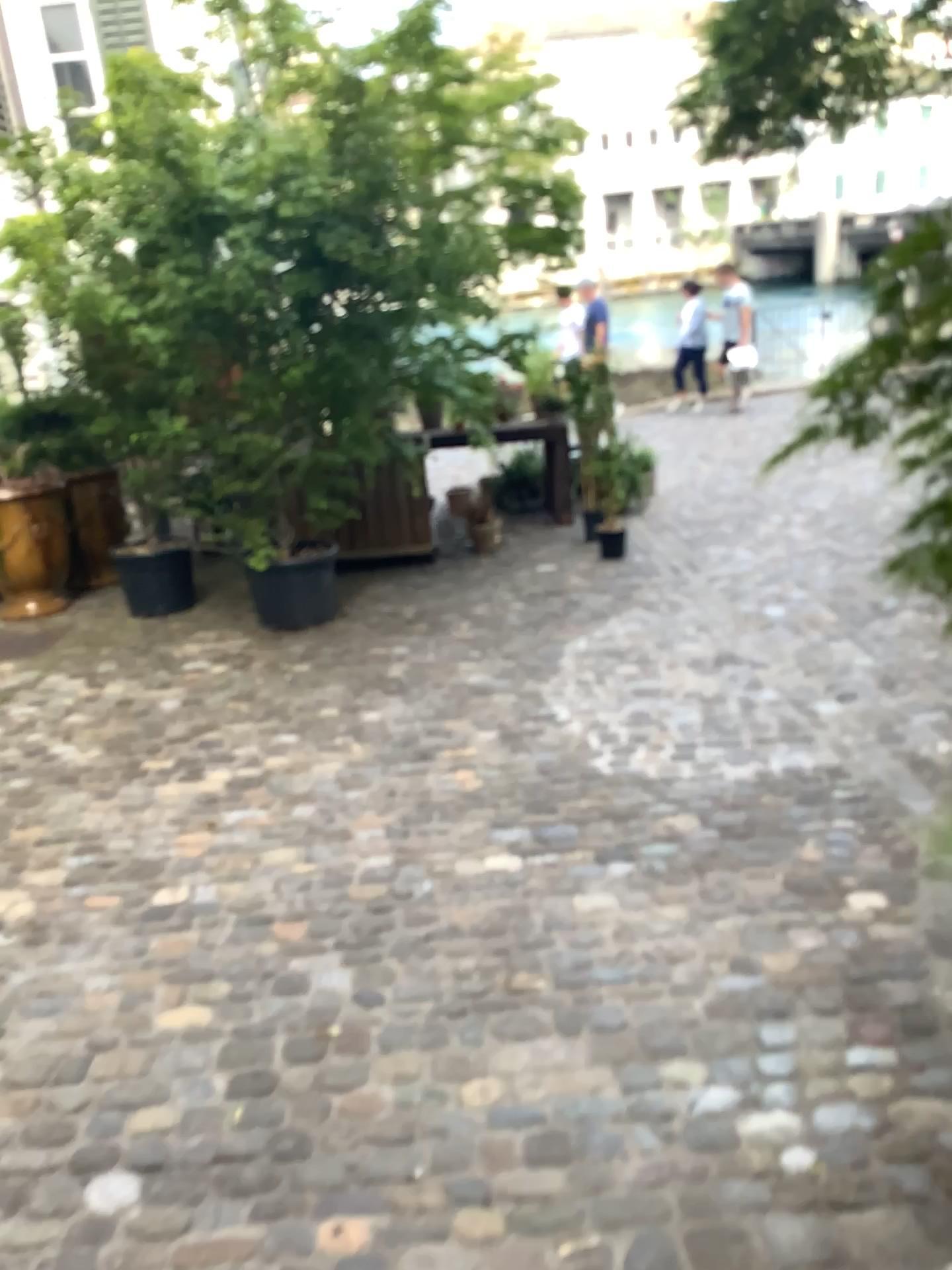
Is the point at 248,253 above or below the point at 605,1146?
above
